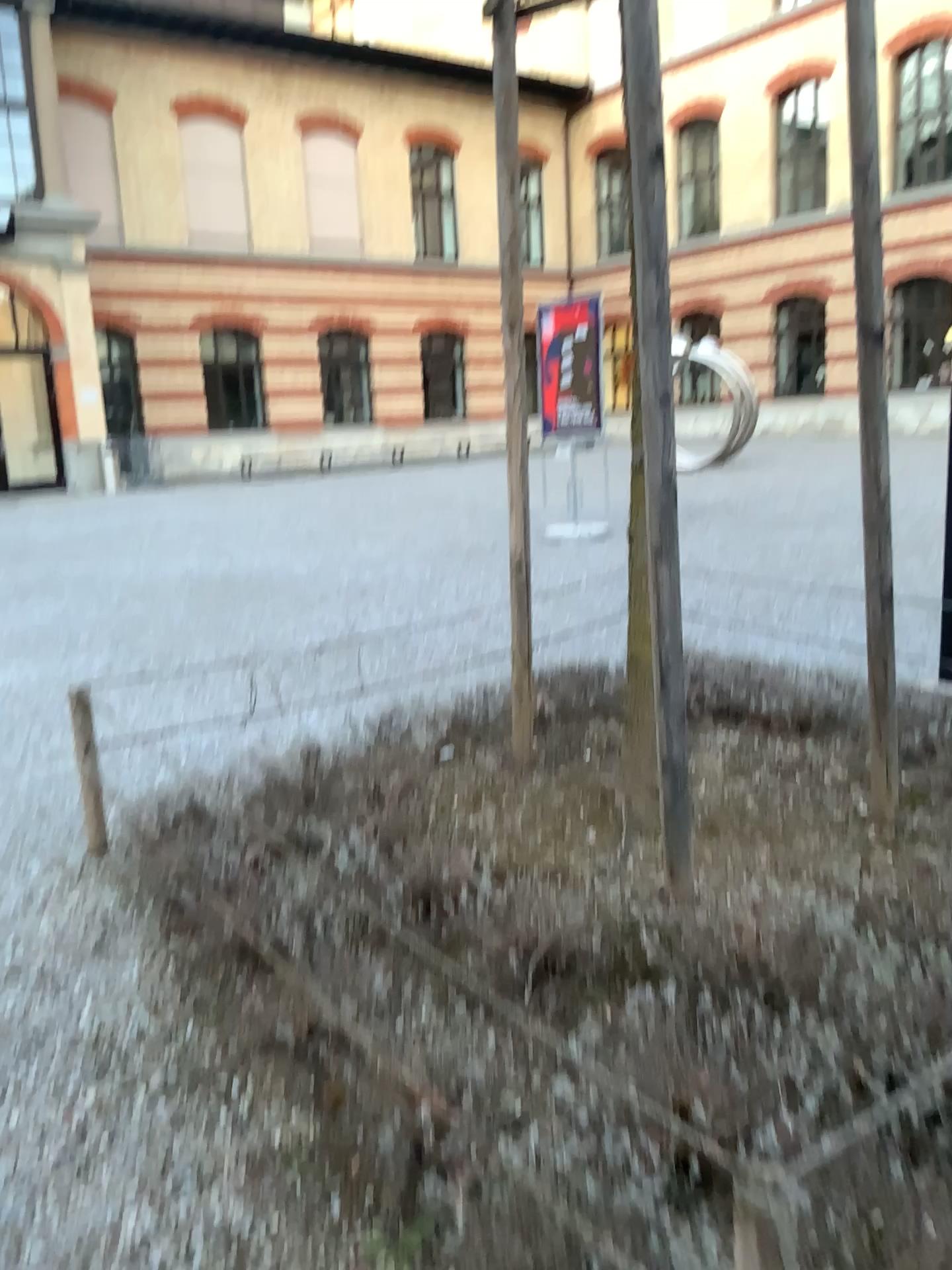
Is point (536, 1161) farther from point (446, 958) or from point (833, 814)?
point (833, 814)
